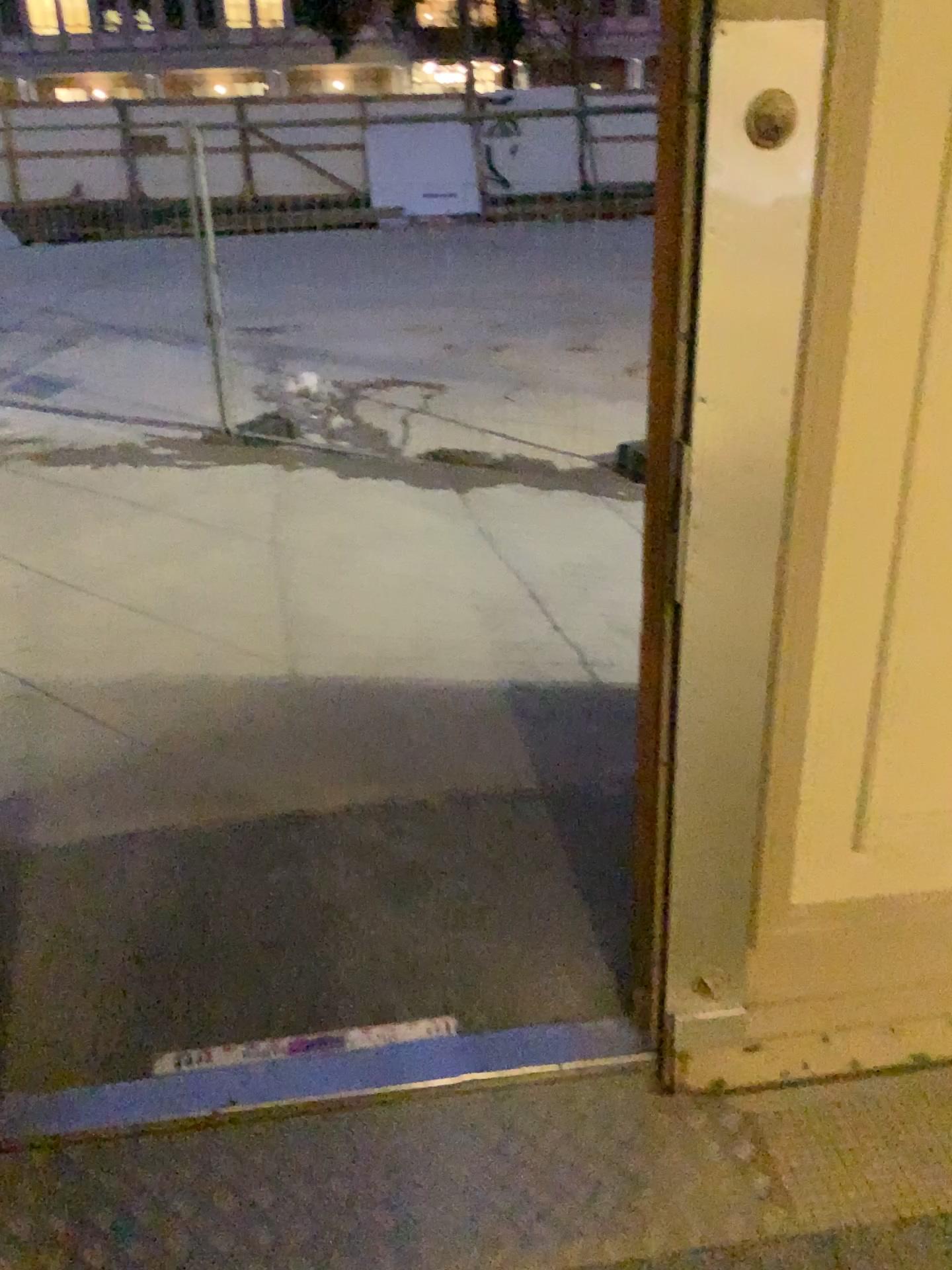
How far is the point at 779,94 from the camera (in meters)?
1.20

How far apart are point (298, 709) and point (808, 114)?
2.3m

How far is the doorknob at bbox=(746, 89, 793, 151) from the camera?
1.2m
